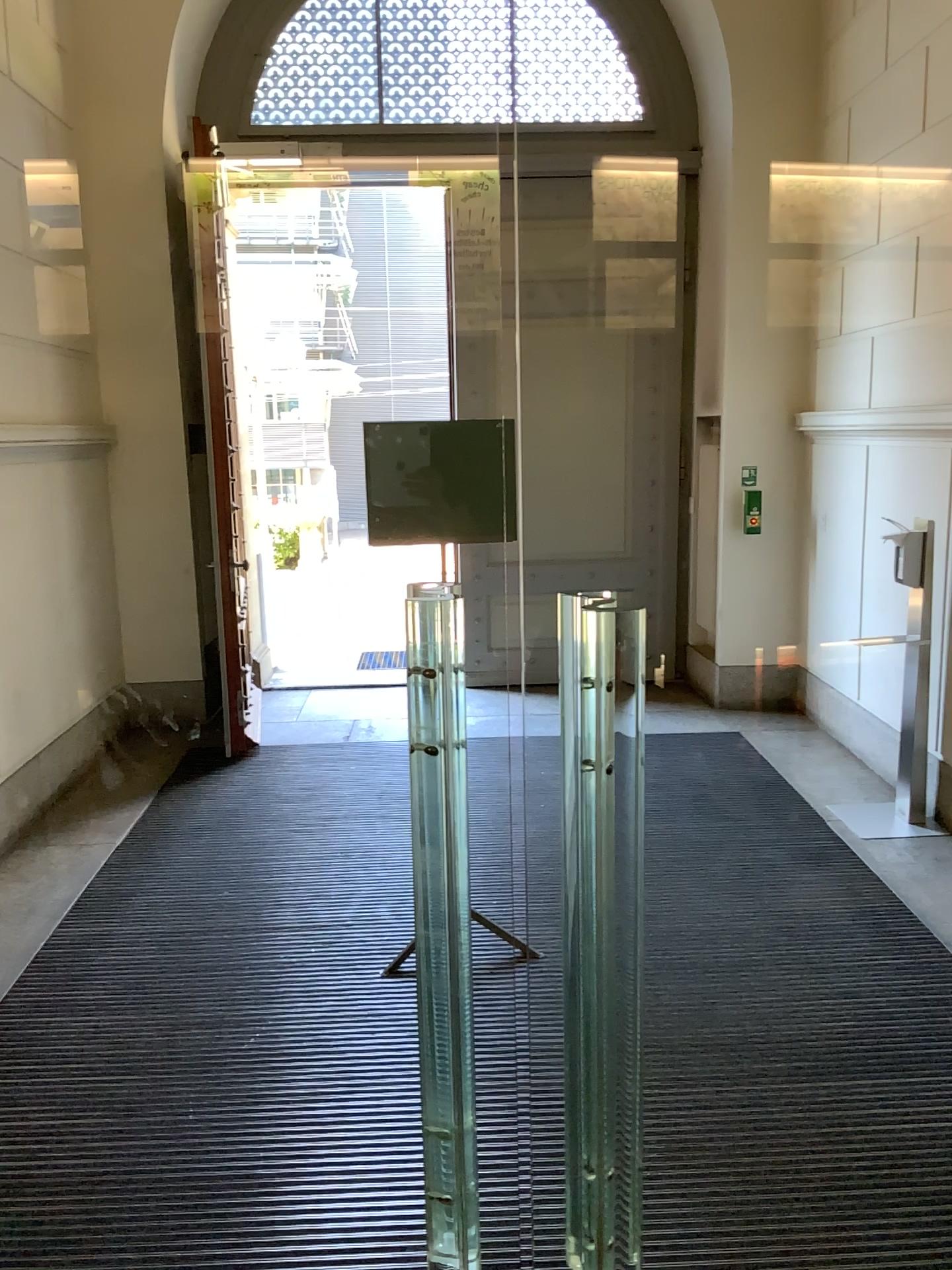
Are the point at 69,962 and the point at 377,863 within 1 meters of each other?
no
